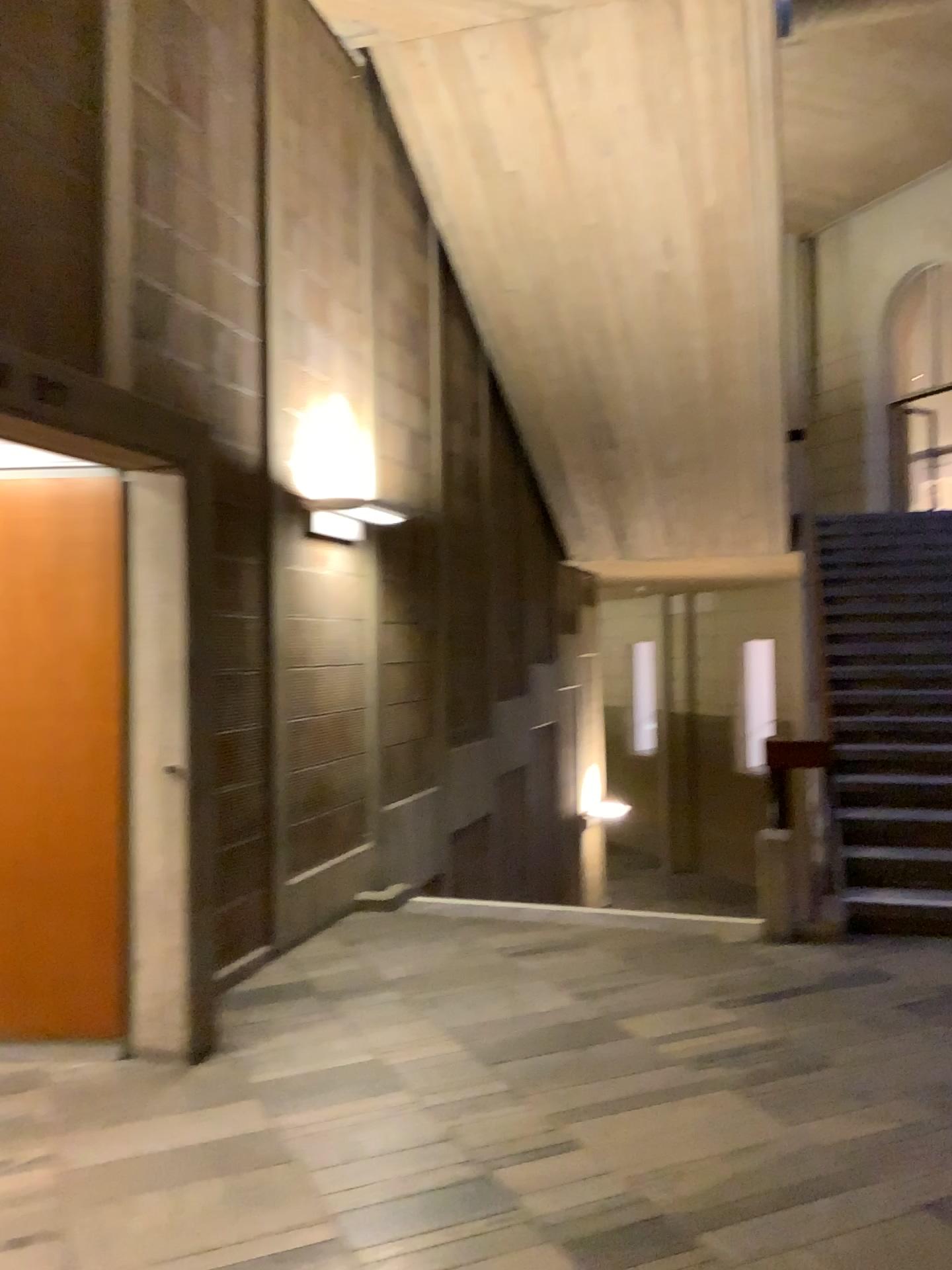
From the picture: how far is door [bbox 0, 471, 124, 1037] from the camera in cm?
370

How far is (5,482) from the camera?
3.7 meters

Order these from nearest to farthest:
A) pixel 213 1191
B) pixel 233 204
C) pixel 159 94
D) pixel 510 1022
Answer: pixel 213 1191
pixel 510 1022
pixel 159 94
pixel 233 204
